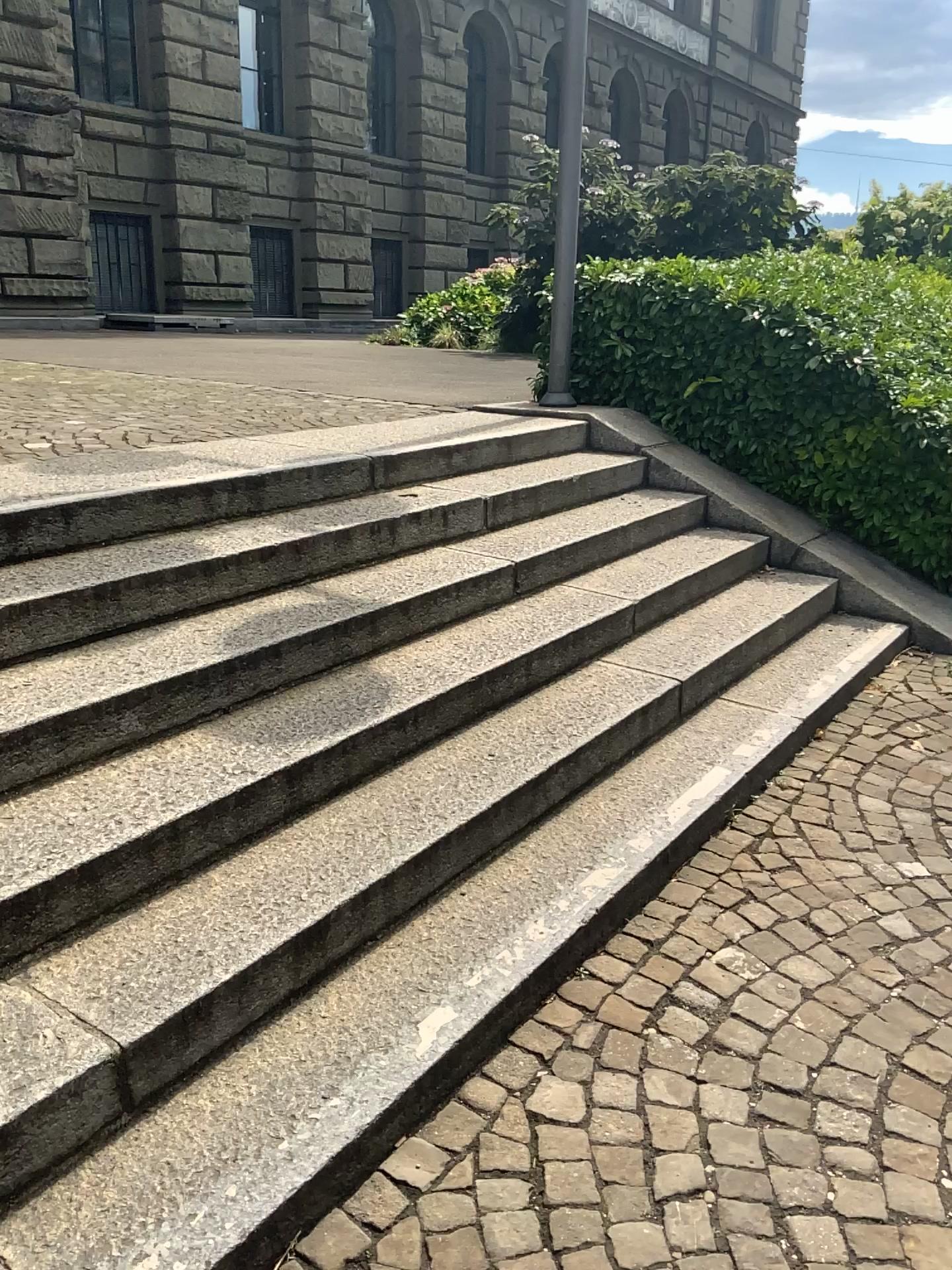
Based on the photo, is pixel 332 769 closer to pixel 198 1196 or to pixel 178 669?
pixel 178 669
